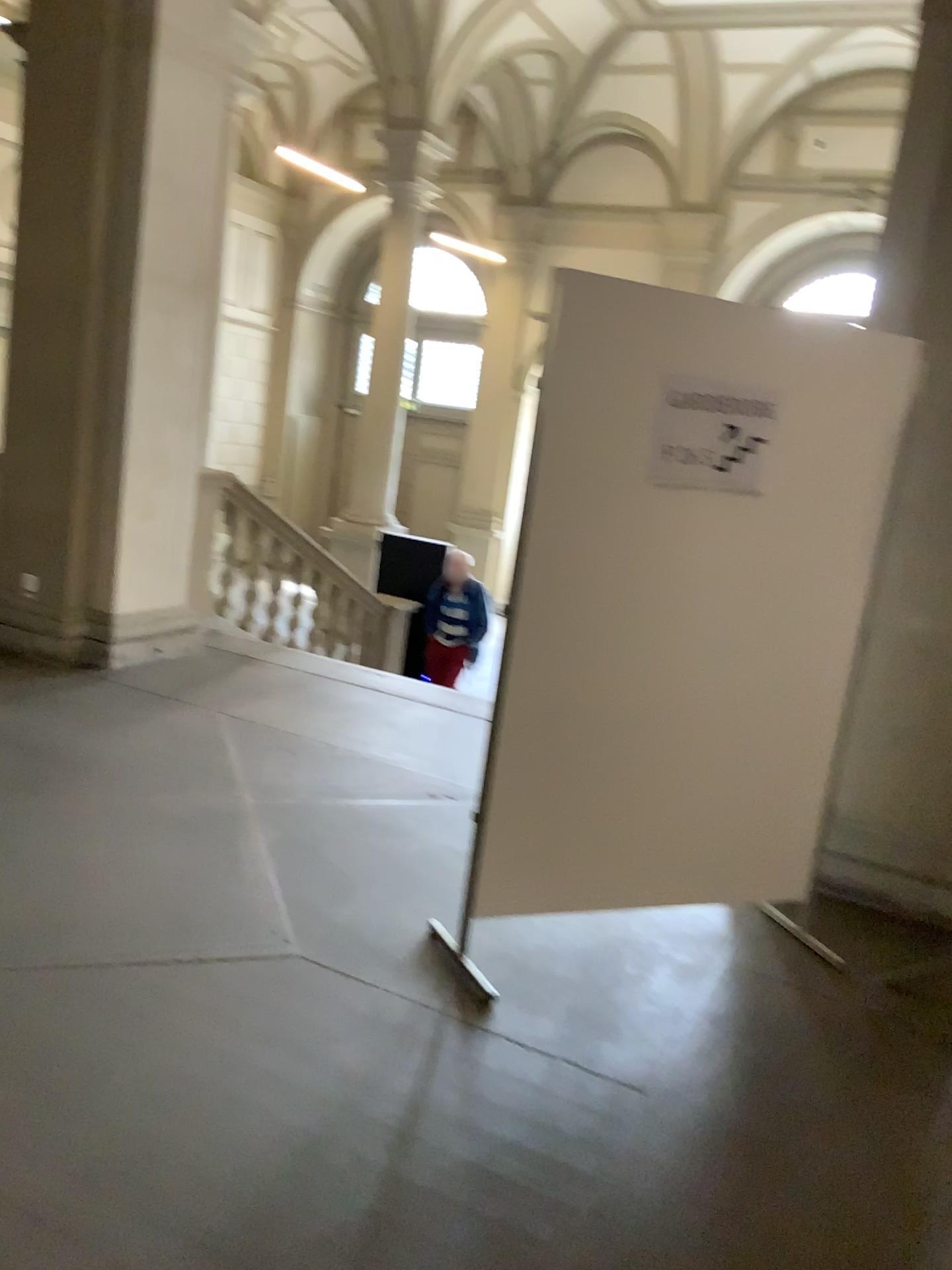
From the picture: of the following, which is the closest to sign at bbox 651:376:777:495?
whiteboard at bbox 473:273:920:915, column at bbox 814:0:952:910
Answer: whiteboard at bbox 473:273:920:915

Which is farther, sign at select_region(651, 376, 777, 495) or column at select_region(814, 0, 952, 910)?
column at select_region(814, 0, 952, 910)

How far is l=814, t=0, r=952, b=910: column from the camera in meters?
3.7 m

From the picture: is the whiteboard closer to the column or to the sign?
Result: the sign

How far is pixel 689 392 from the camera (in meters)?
2.90

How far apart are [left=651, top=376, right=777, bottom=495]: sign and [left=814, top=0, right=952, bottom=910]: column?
0.86m

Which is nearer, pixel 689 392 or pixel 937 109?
pixel 689 392

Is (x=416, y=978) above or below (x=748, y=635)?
below

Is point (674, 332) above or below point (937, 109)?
below
